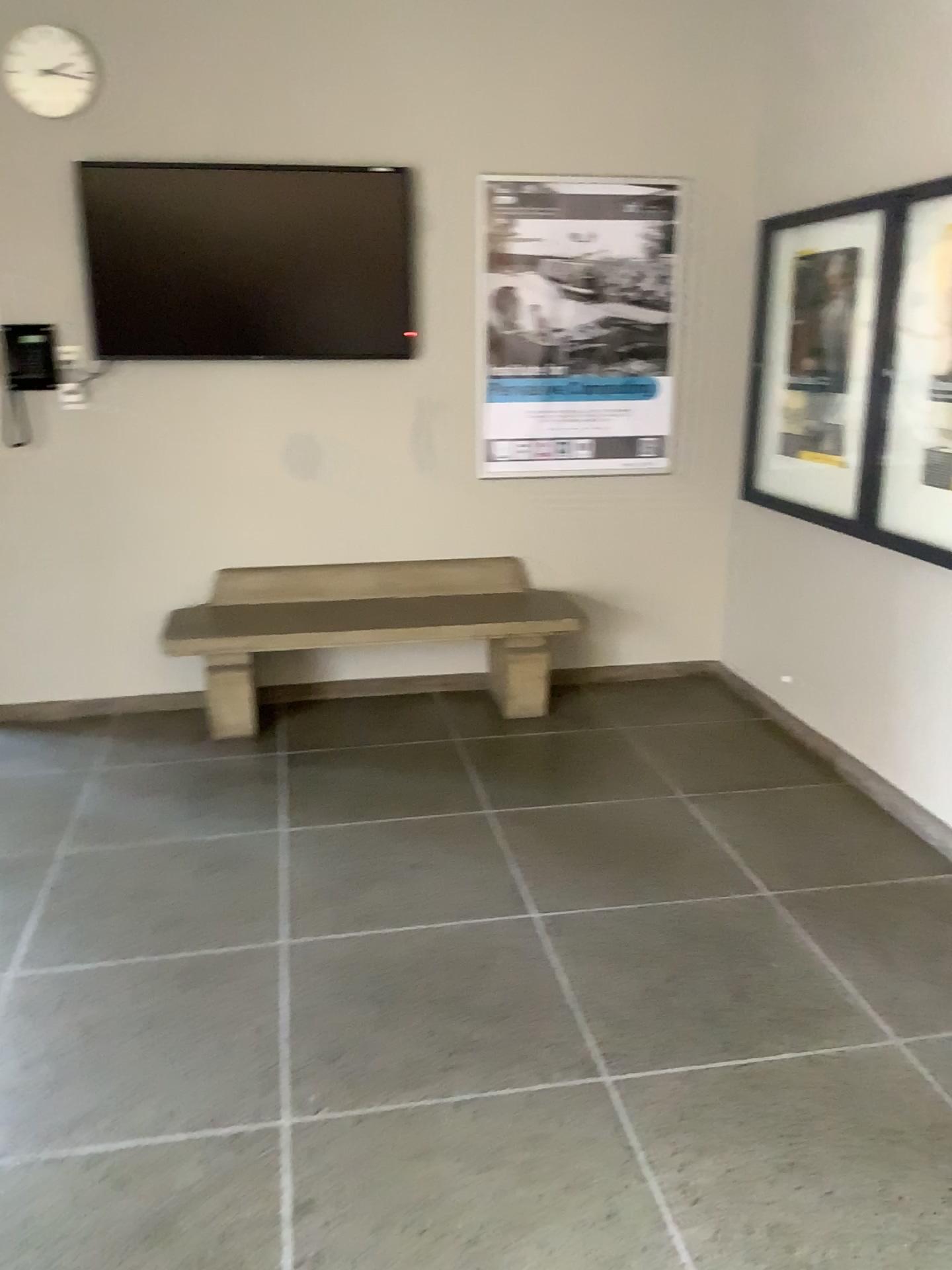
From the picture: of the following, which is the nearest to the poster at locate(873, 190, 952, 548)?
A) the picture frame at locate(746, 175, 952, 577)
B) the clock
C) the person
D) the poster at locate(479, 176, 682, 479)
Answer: the picture frame at locate(746, 175, 952, 577)

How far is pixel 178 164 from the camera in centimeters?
407cm

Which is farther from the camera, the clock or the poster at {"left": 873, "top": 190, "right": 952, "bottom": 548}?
the clock

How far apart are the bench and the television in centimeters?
93cm

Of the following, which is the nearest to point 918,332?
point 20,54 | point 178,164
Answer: point 178,164

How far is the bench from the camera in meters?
4.3

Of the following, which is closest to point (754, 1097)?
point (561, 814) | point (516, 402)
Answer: point (561, 814)

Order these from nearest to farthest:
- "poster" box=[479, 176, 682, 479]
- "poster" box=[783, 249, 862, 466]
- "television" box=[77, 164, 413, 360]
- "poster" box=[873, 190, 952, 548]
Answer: → "poster" box=[873, 190, 952, 548] → "poster" box=[783, 249, 862, 466] → "television" box=[77, 164, 413, 360] → "poster" box=[479, 176, 682, 479]

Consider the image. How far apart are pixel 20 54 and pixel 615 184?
2.3 meters

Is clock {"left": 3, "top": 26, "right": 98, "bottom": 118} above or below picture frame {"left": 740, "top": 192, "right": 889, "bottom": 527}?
above
